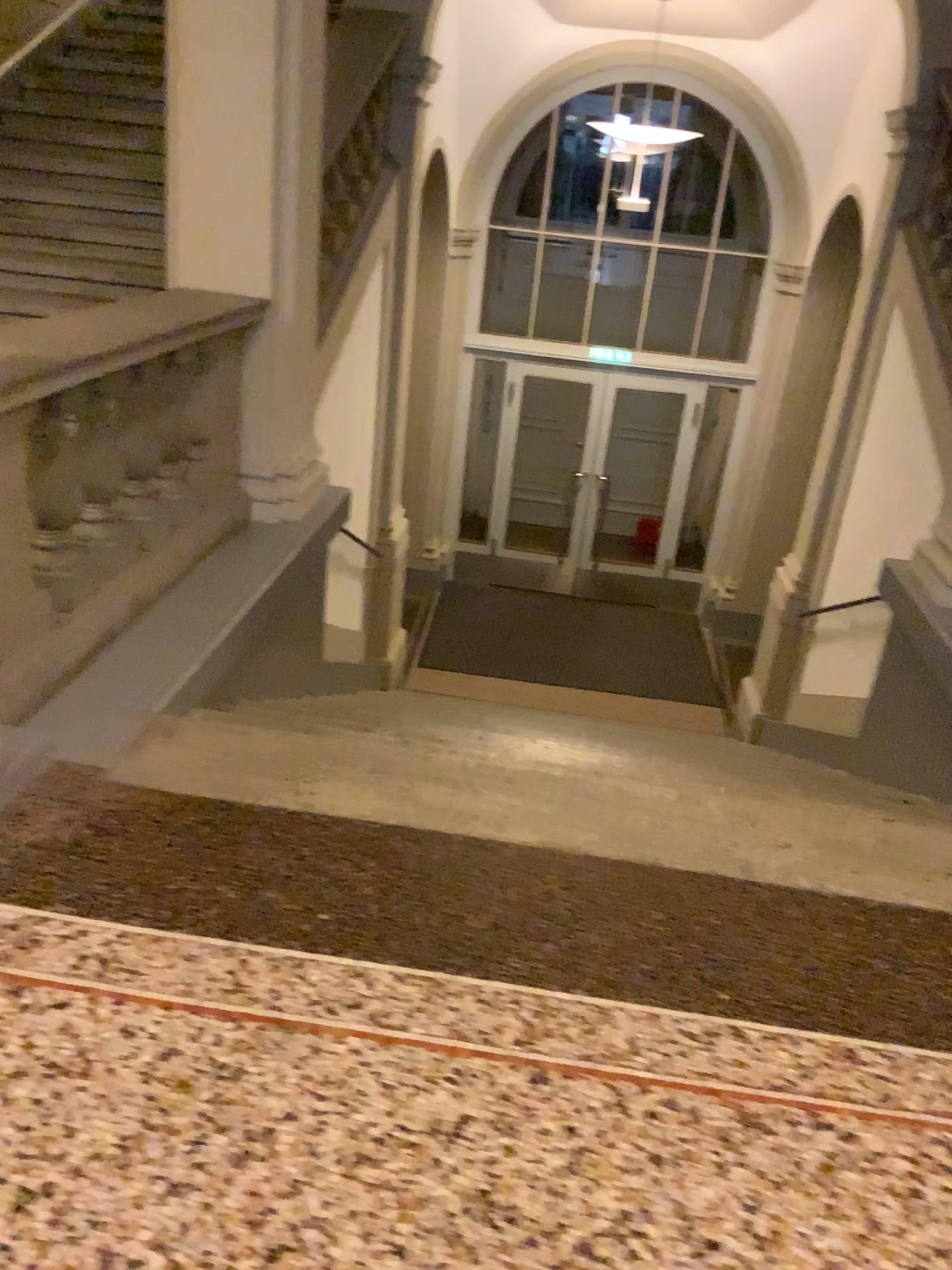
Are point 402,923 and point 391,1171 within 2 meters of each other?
yes
